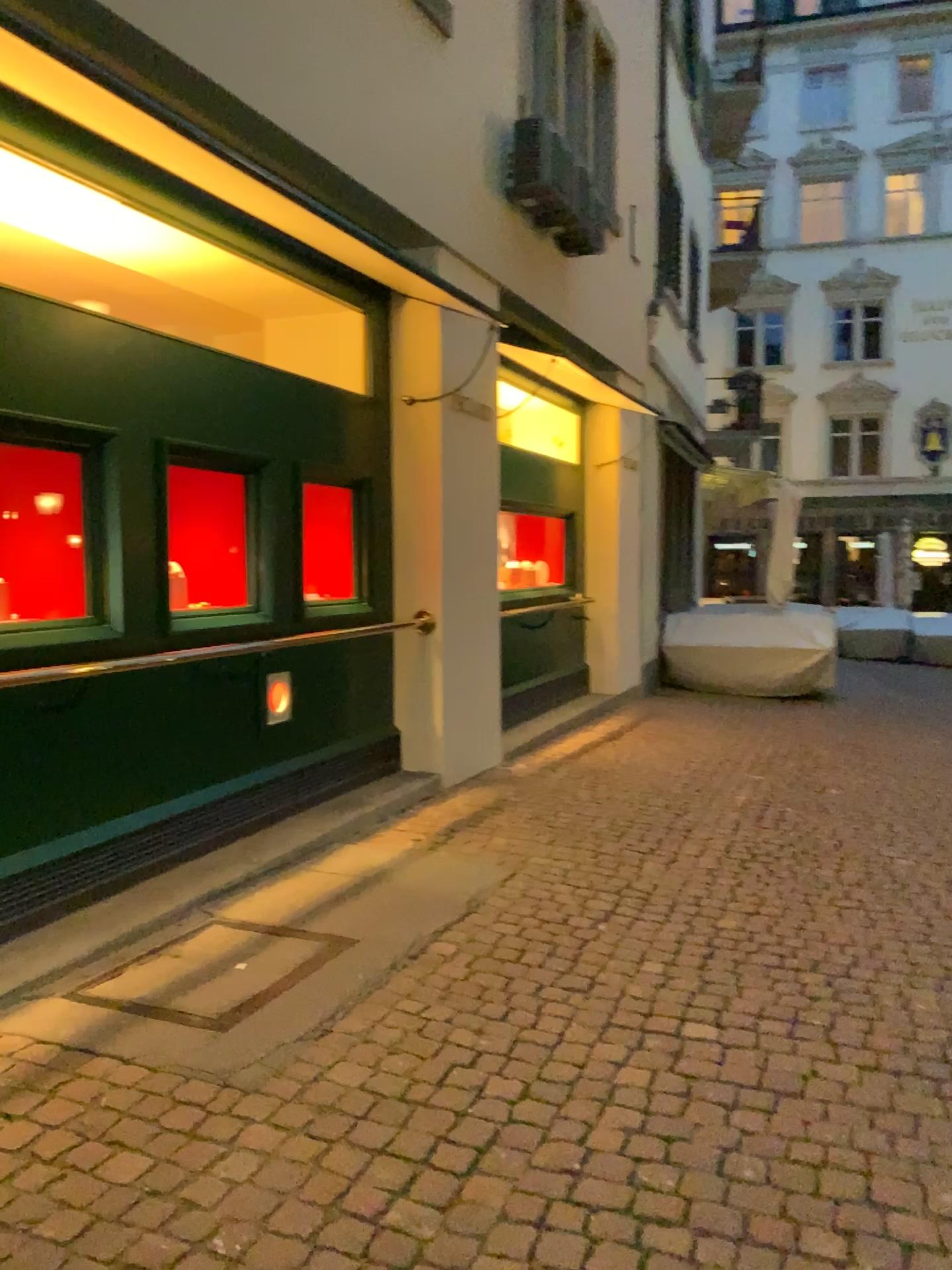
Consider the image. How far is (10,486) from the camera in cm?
382

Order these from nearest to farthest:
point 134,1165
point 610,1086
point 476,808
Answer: point 134,1165 < point 610,1086 < point 476,808

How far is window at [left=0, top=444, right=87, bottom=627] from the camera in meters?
3.8 m

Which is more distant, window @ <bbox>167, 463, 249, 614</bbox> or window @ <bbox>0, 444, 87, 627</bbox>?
window @ <bbox>167, 463, 249, 614</bbox>

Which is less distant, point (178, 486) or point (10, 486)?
point (10, 486)
